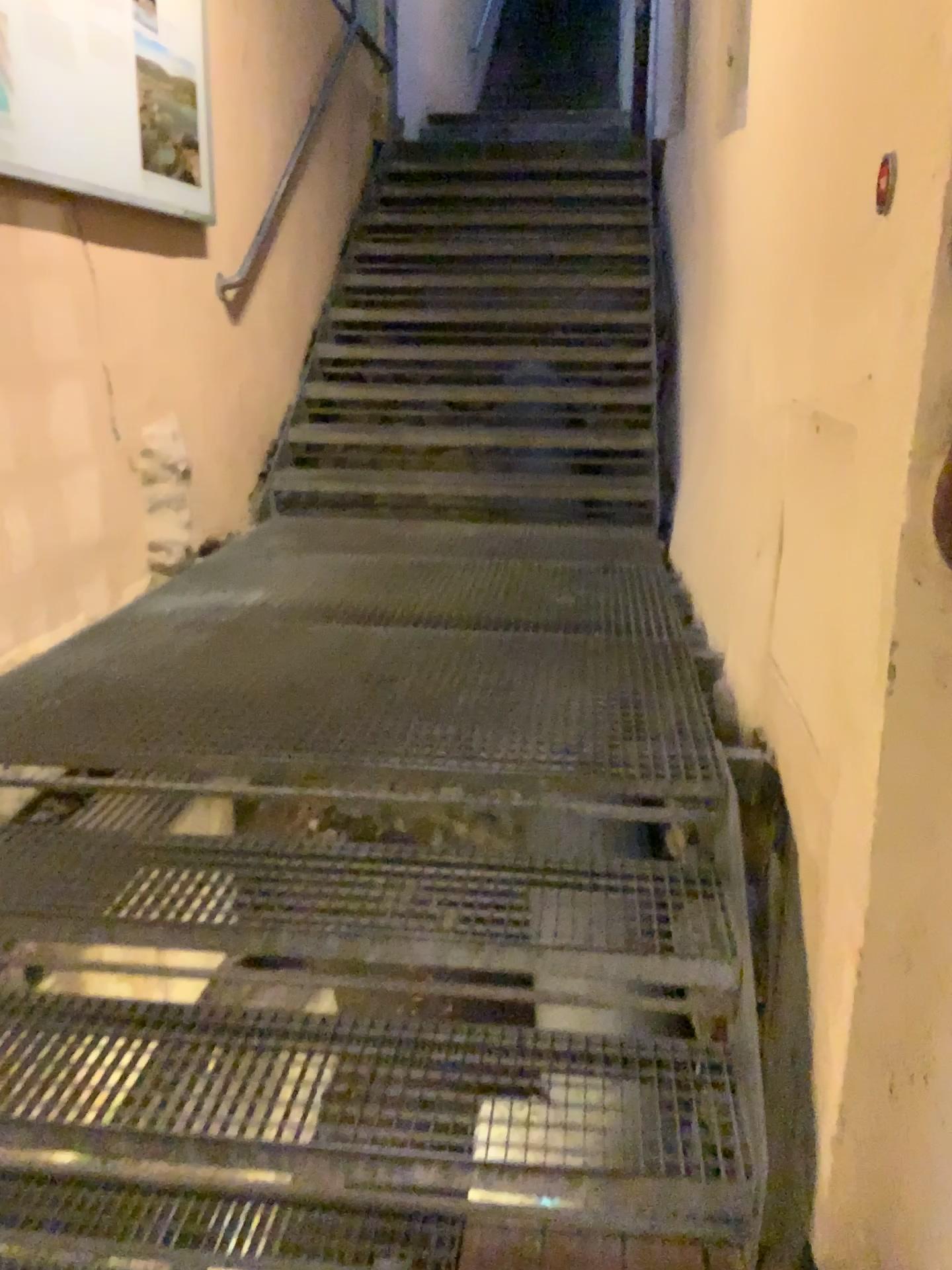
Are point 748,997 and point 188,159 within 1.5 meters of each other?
no

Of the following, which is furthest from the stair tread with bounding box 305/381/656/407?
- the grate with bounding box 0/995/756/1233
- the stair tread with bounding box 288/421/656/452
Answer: the grate with bounding box 0/995/756/1233

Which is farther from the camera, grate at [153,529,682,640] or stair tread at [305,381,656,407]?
stair tread at [305,381,656,407]

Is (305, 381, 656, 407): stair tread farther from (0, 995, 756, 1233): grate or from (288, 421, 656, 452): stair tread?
(0, 995, 756, 1233): grate

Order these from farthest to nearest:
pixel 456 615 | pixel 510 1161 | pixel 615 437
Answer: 1. pixel 615 437
2. pixel 456 615
3. pixel 510 1161

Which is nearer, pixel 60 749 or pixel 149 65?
pixel 60 749

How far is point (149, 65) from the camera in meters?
3.2 m

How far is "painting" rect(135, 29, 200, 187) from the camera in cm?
318

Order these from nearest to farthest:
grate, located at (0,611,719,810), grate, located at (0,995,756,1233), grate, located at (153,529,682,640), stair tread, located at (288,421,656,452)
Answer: grate, located at (0,995,756,1233) < grate, located at (0,611,719,810) < grate, located at (153,529,682,640) < stair tread, located at (288,421,656,452)

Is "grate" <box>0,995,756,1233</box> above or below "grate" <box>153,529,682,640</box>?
below
